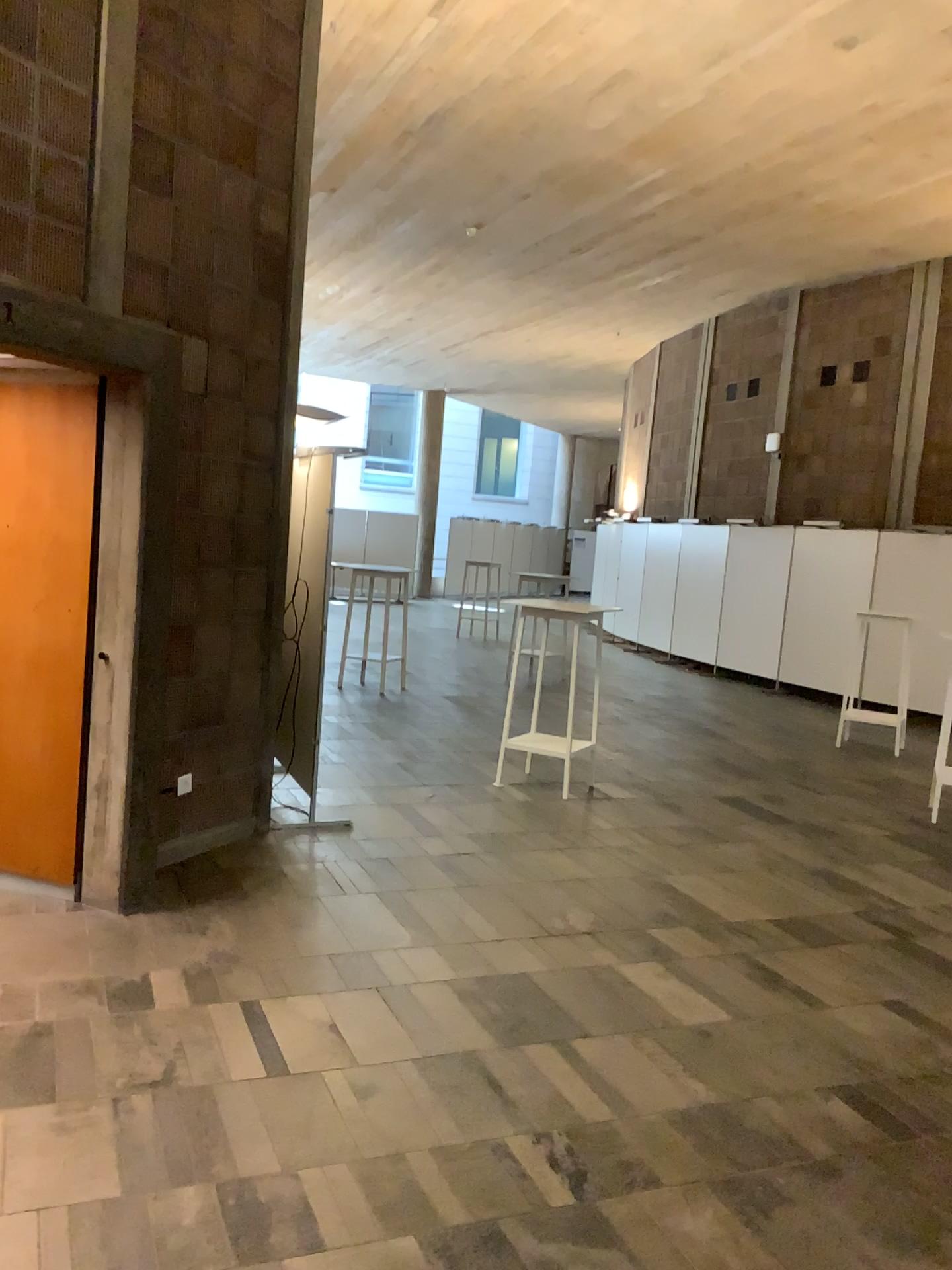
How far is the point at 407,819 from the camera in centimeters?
562cm

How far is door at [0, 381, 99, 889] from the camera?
4.2m

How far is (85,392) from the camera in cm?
417
